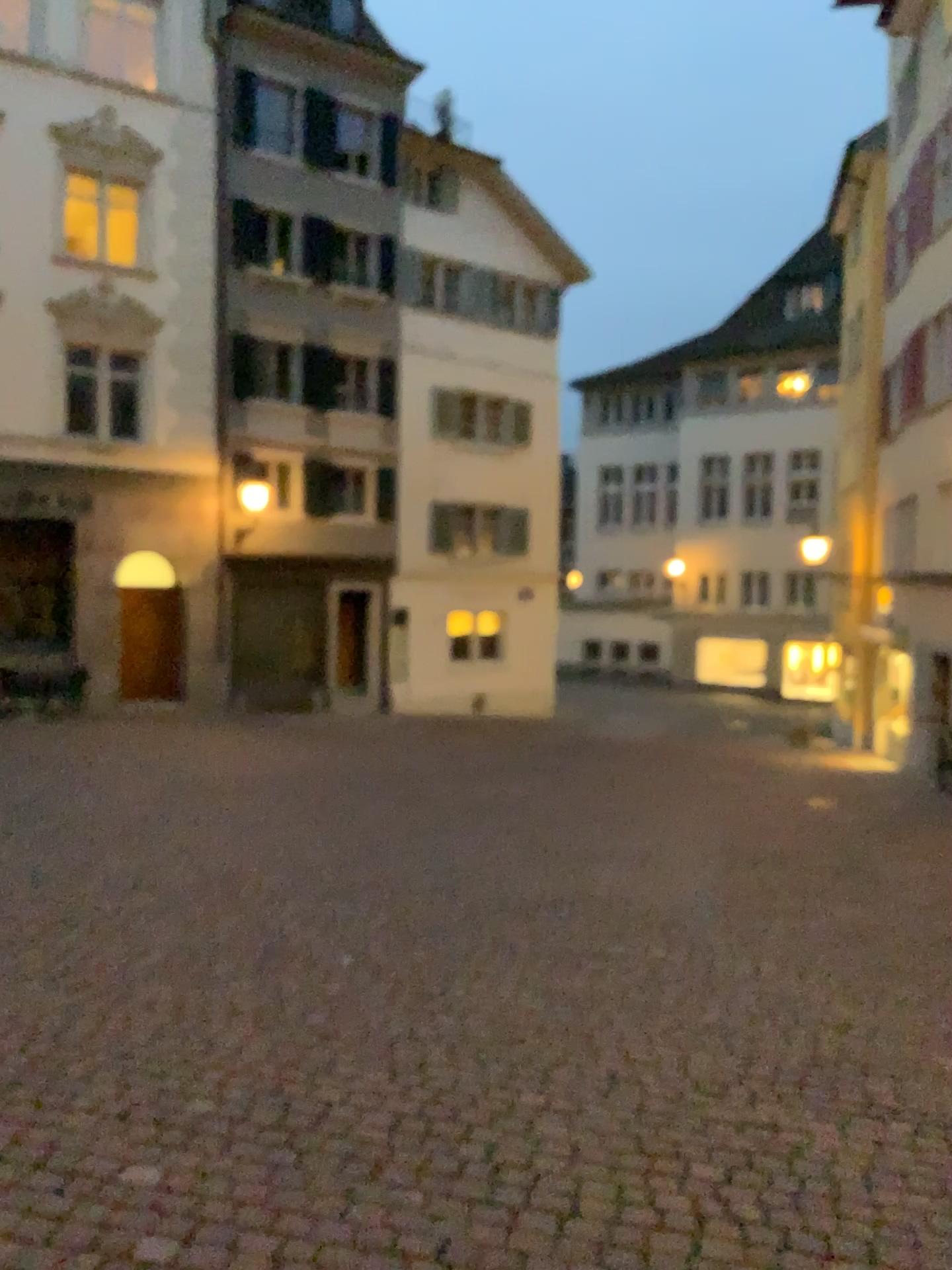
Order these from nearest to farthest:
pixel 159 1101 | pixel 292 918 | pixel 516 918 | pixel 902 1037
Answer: pixel 159 1101 → pixel 902 1037 → pixel 292 918 → pixel 516 918
